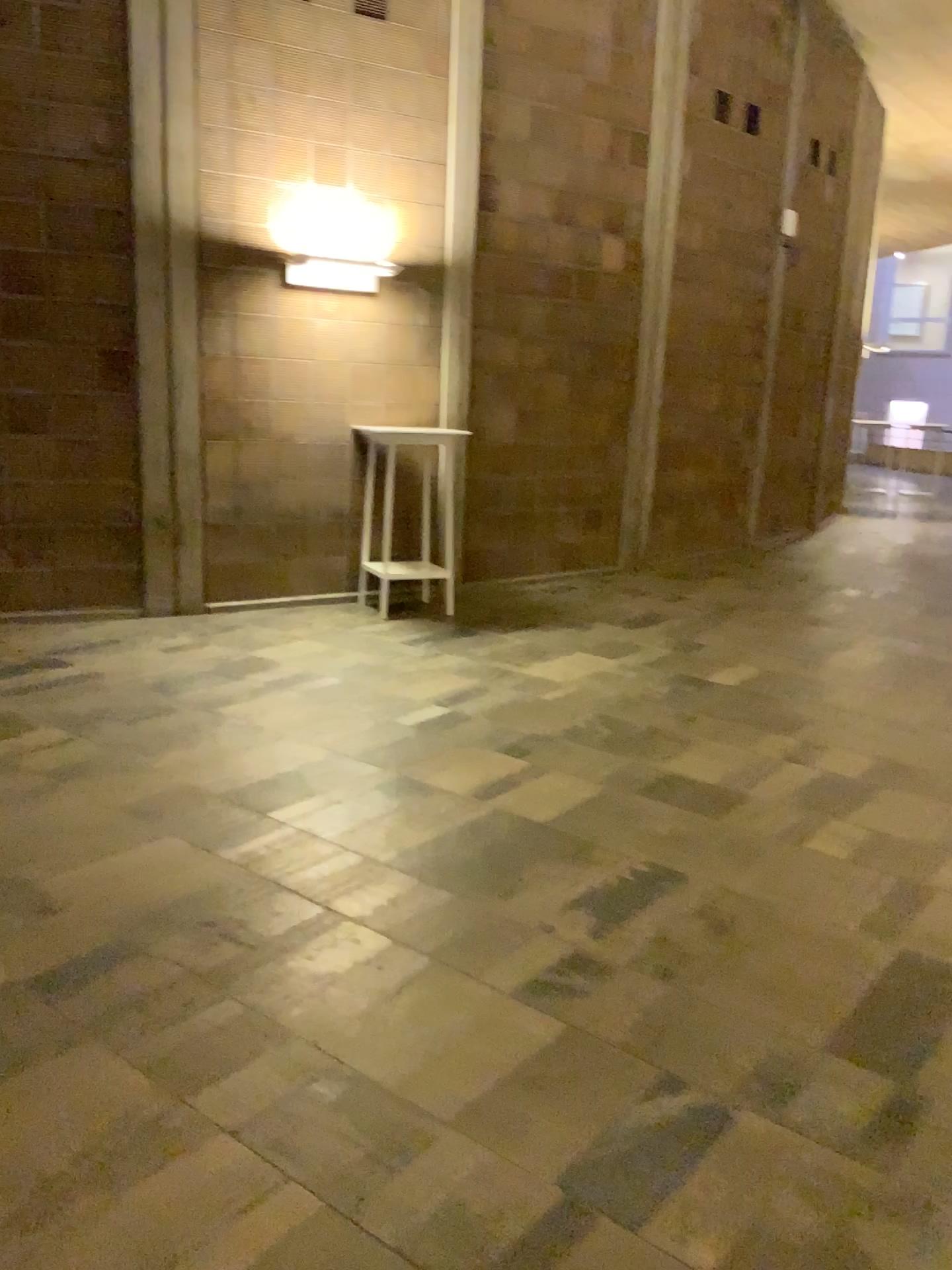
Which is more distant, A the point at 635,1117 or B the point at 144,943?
B the point at 144,943
